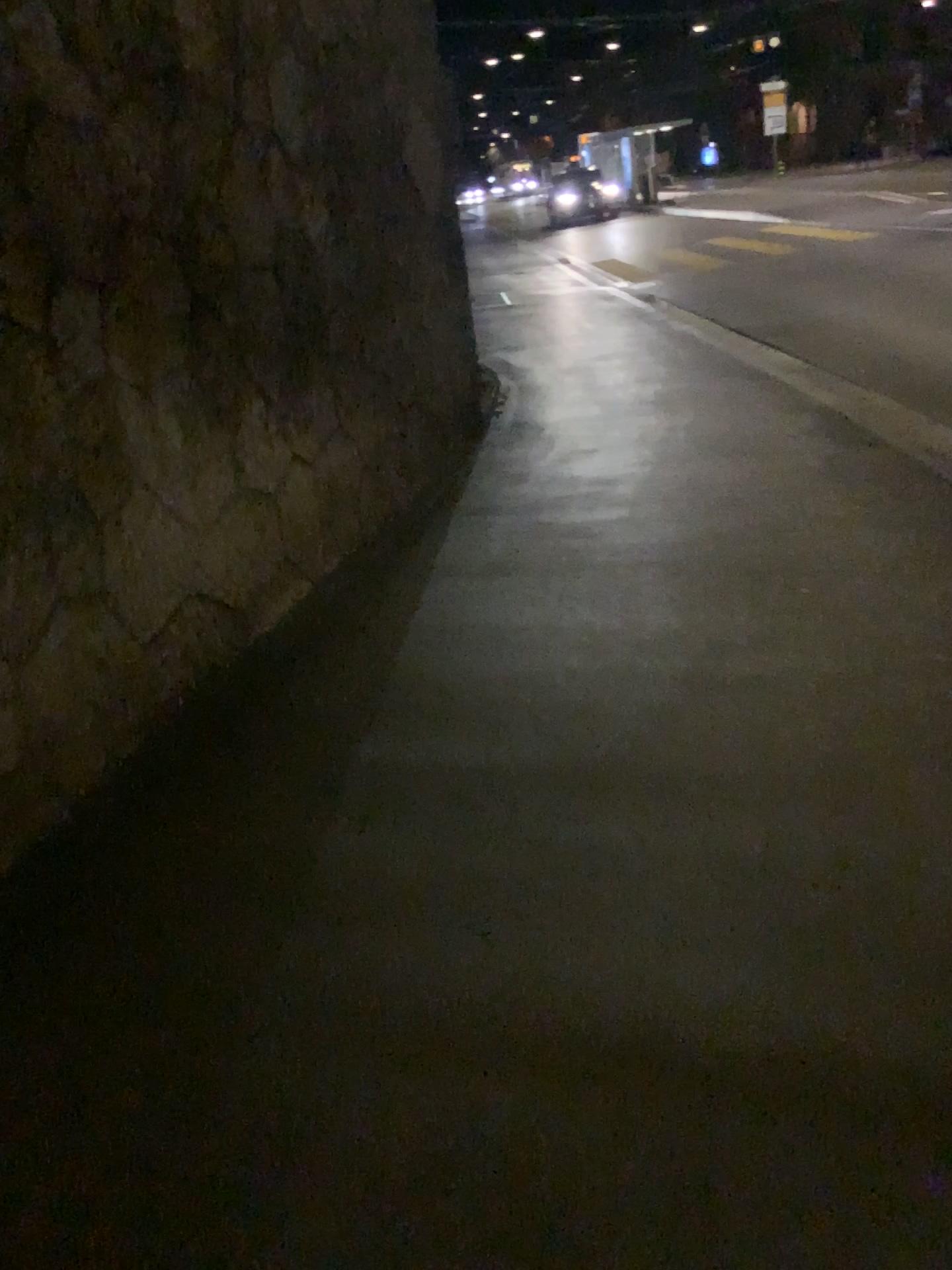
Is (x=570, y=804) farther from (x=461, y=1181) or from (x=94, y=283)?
(x=94, y=283)
